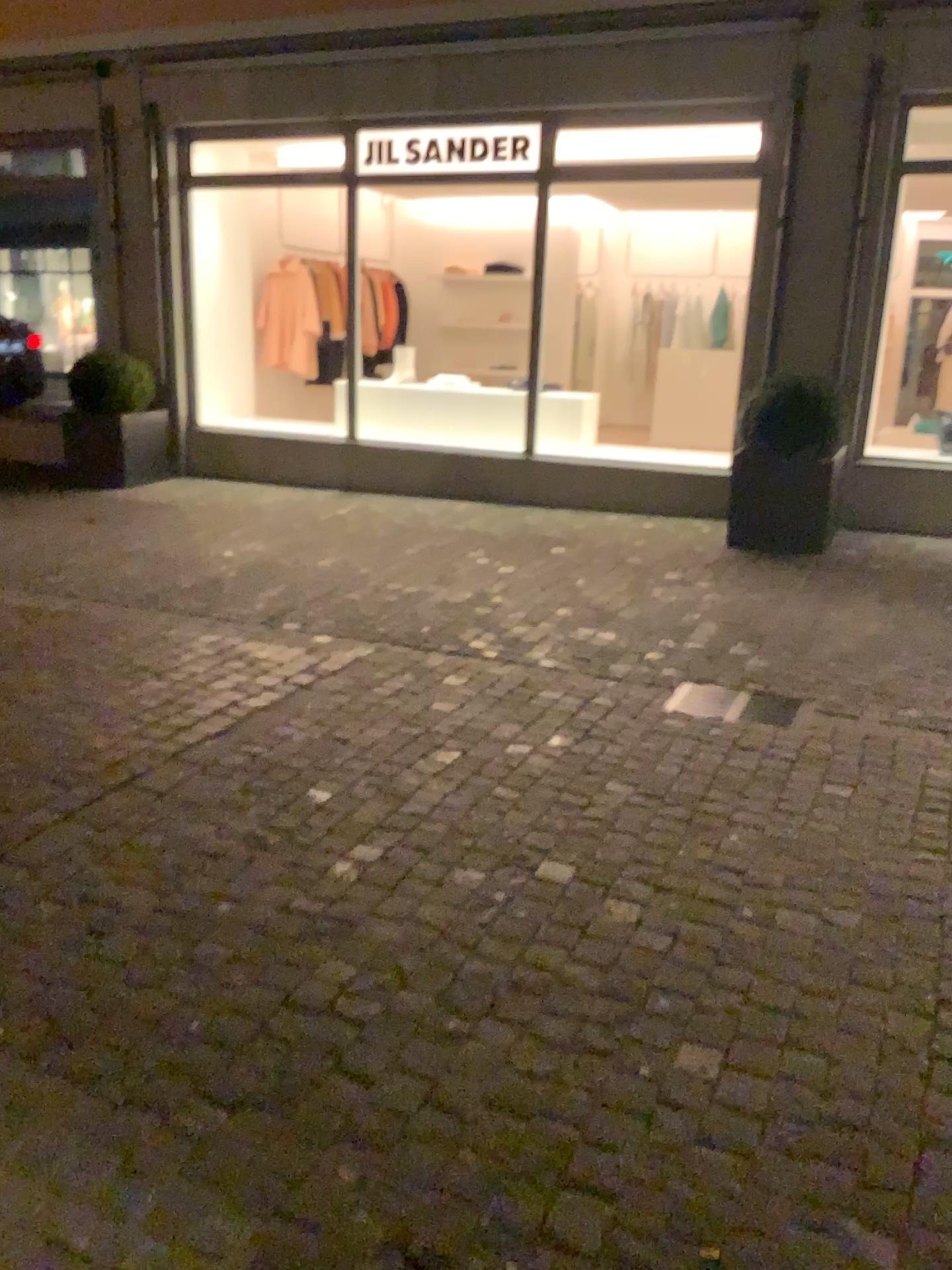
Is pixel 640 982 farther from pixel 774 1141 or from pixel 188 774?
pixel 188 774
